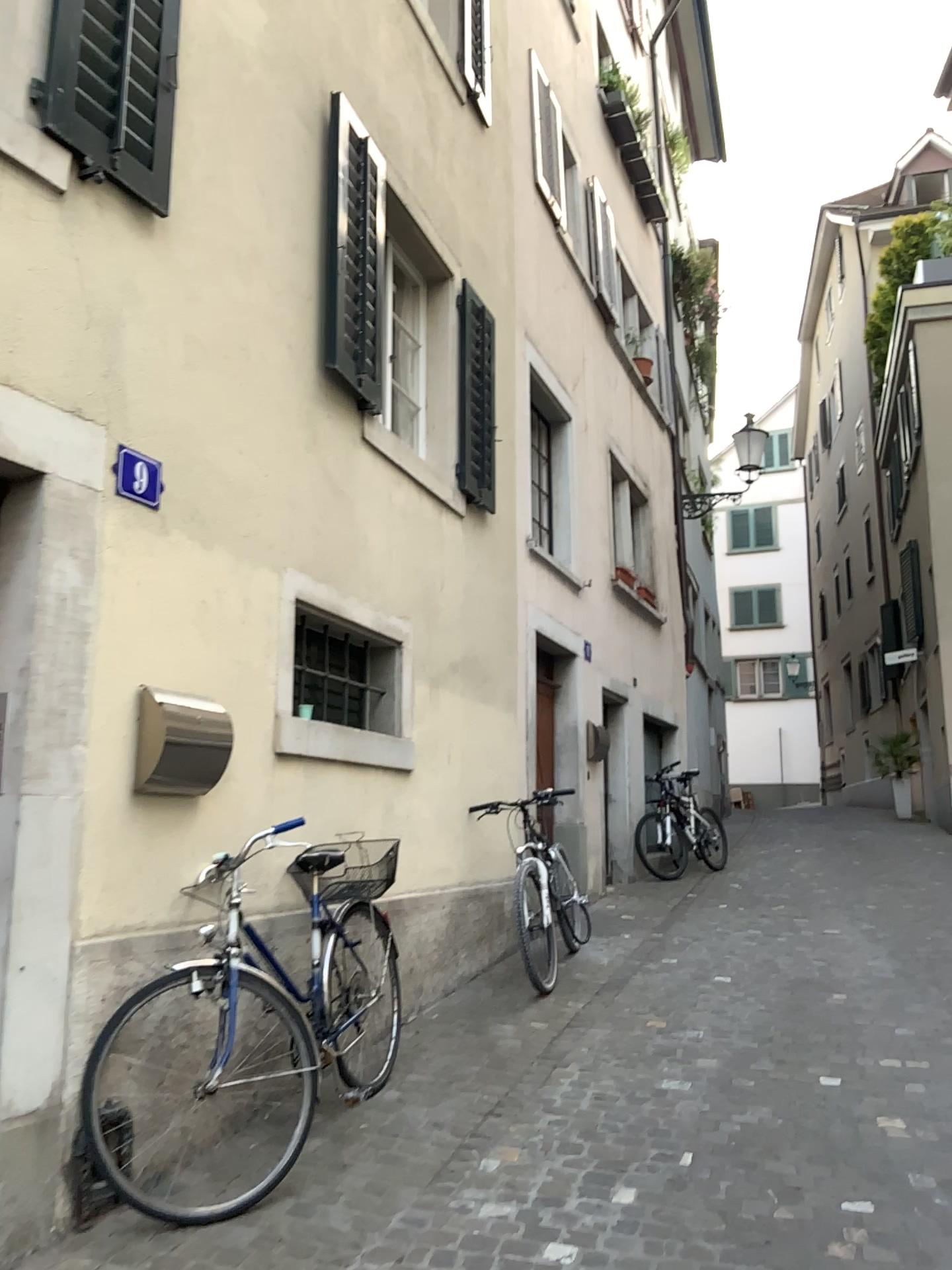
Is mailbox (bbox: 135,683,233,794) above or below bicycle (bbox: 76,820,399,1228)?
above

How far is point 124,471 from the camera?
3.3 meters

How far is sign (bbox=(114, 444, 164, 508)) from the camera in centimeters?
328cm

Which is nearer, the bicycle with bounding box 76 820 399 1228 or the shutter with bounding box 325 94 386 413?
the bicycle with bounding box 76 820 399 1228

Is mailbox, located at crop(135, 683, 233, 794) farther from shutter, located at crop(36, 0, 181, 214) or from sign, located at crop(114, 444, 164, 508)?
shutter, located at crop(36, 0, 181, 214)

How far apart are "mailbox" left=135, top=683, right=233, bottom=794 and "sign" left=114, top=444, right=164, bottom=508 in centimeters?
60cm

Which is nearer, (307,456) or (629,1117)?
(629,1117)

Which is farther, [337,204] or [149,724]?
[337,204]

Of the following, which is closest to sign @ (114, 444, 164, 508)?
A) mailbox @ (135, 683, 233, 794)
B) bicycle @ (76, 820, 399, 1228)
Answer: mailbox @ (135, 683, 233, 794)

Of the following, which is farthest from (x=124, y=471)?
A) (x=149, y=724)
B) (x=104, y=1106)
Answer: (x=104, y=1106)
